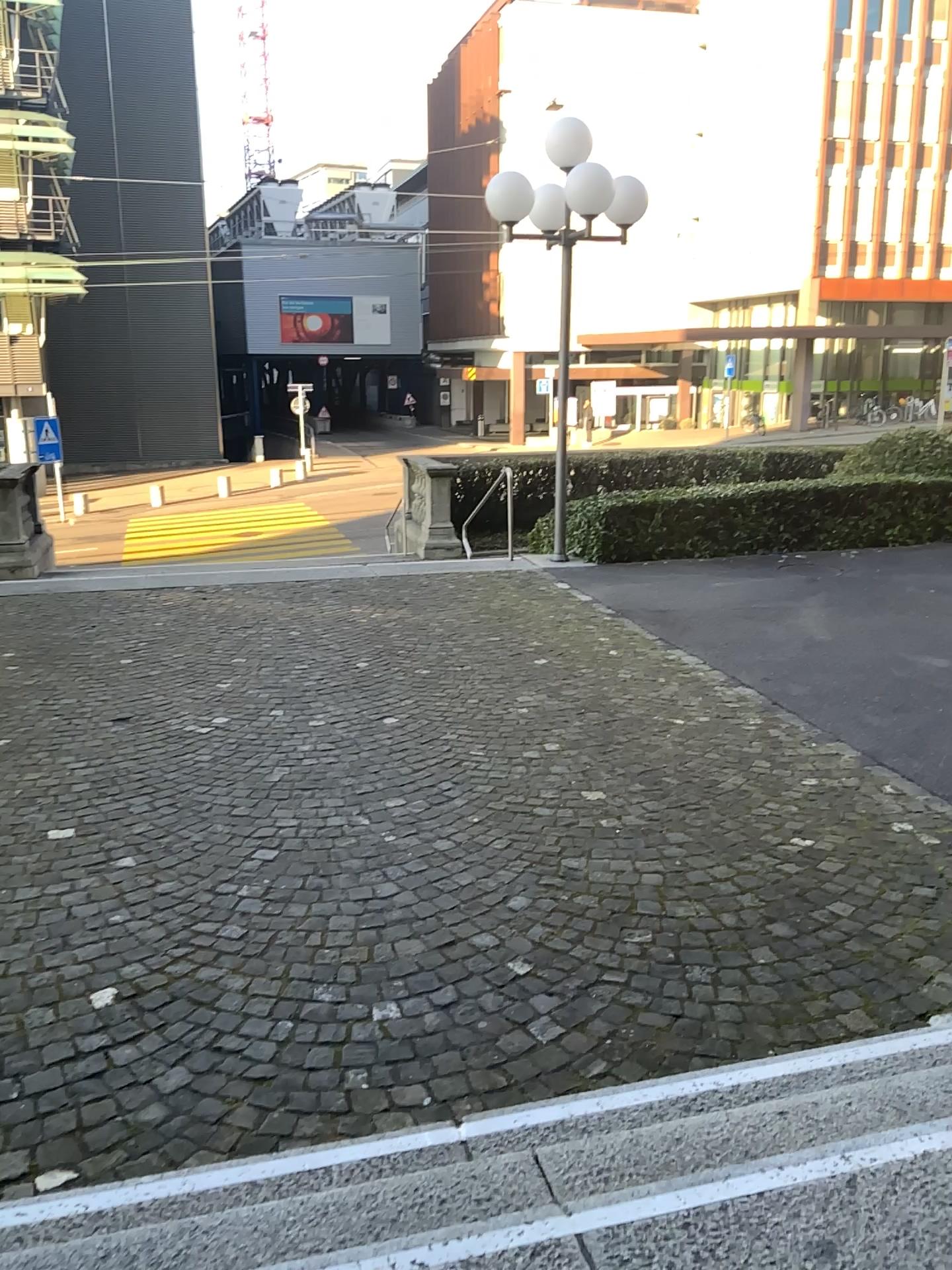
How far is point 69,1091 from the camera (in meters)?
2.86
